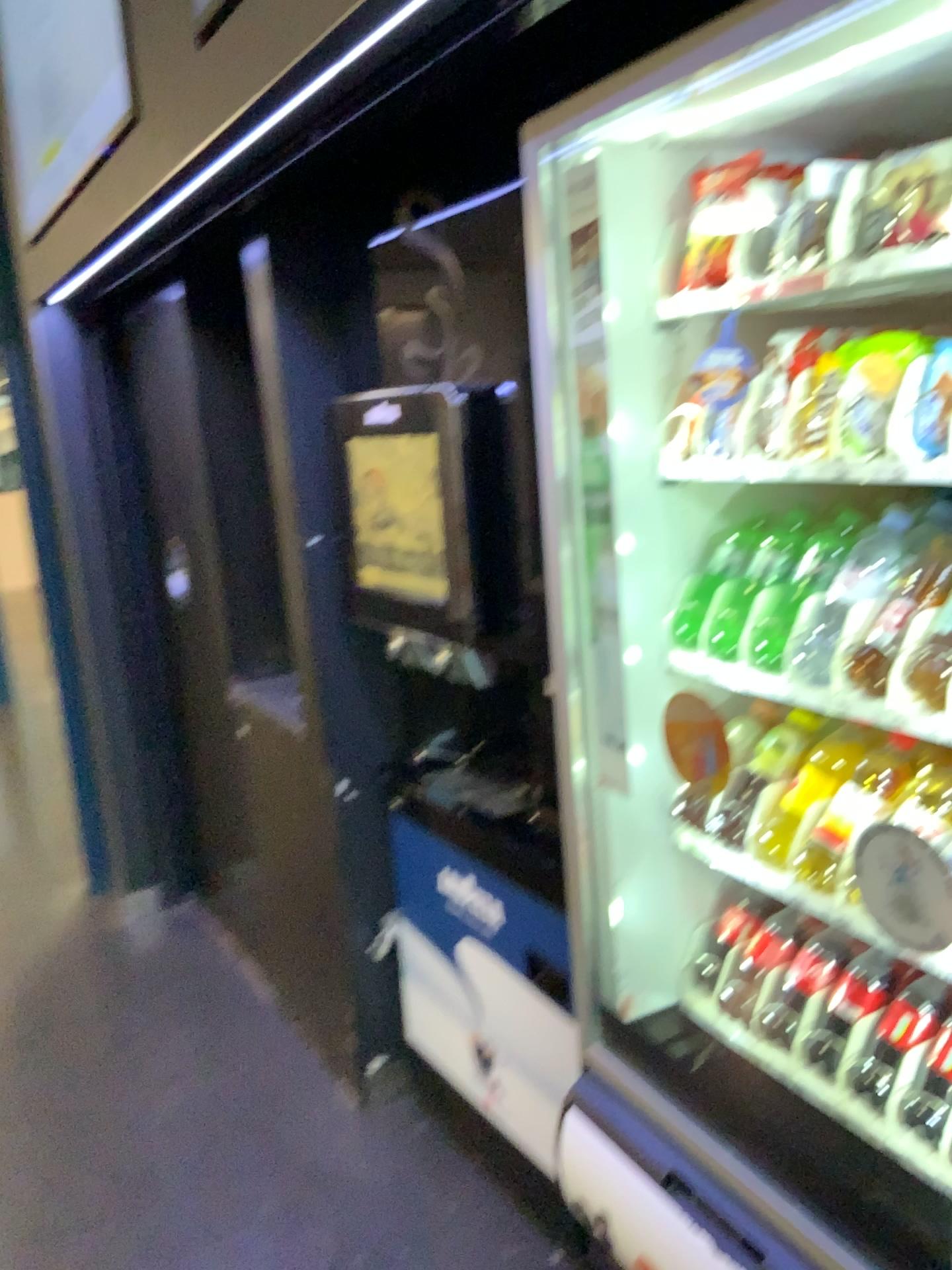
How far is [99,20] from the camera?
2.0m

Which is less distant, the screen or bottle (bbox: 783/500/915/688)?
bottle (bbox: 783/500/915/688)

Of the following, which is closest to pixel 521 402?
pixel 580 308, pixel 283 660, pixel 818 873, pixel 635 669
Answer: pixel 580 308

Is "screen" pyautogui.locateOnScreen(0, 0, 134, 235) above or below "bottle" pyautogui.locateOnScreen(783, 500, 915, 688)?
above

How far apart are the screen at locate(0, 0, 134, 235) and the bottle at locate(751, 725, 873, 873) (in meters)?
1.56

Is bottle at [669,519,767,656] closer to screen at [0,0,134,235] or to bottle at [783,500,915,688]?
bottle at [783,500,915,688]

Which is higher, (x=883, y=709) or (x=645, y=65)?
(x=645, y=65)

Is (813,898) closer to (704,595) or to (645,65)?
(704,595)

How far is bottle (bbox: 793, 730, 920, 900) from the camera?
1.3 meters

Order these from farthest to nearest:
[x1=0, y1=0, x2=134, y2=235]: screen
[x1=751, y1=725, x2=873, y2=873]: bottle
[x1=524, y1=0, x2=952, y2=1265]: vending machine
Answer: [x1=0, y1=0, x2=134, y2=235]: screen
[x1=751, y1=725, x2=873, y2=873]: bottle
[x1=524, y1=0, x2=952, y2=1265]: vending machine
